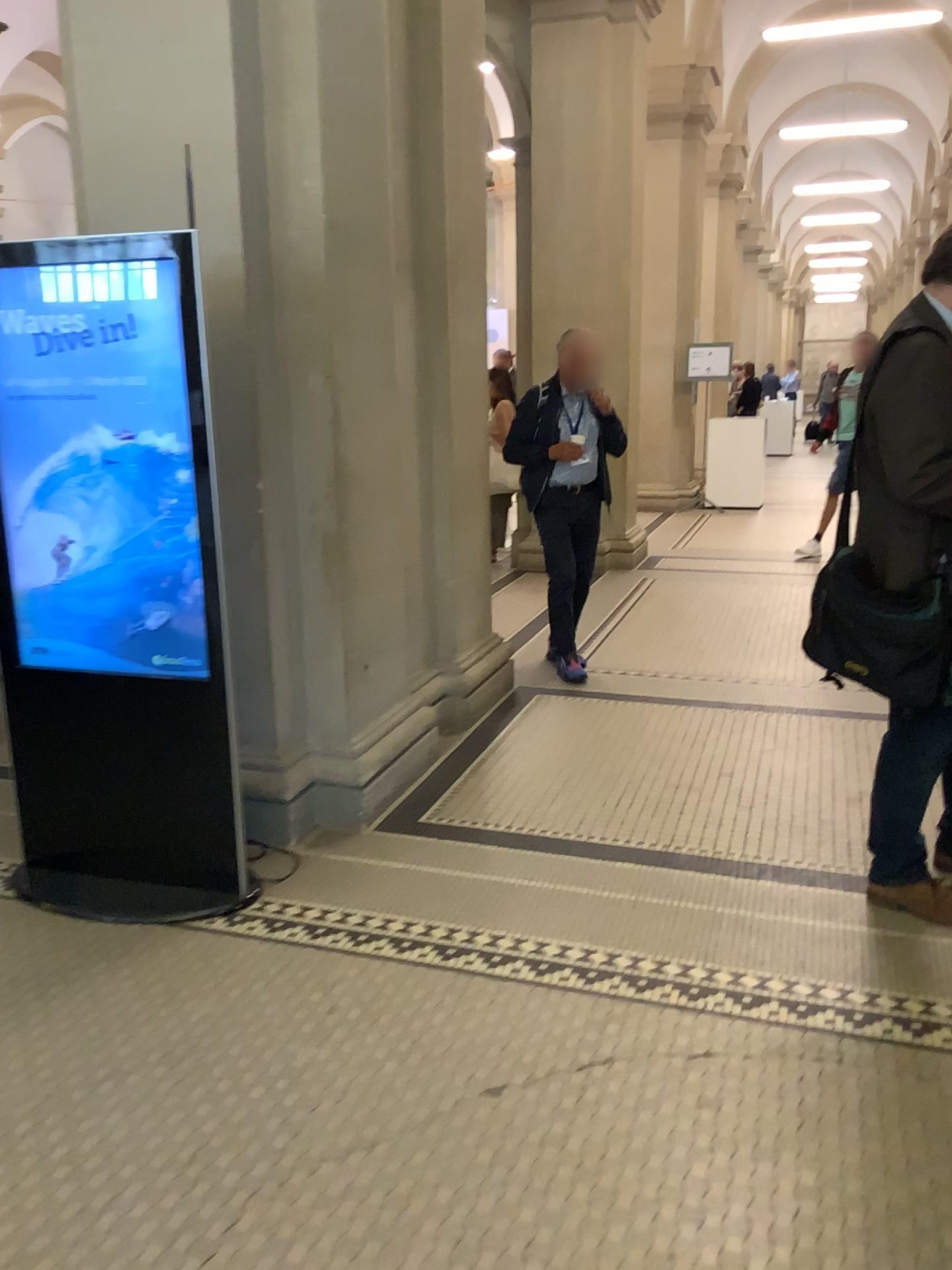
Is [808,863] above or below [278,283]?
below

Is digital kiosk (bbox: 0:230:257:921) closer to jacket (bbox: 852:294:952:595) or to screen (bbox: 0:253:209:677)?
screen (bbox: 0:253:209:677)

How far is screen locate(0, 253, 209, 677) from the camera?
2.76m

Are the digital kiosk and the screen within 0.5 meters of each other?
yes

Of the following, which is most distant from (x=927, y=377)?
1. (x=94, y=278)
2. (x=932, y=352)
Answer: (x=94, y=278)

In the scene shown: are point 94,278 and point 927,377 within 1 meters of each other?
no

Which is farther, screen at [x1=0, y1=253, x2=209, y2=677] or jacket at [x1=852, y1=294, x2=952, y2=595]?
screen at [x1=0, y1=253, x2=209, y2=677]

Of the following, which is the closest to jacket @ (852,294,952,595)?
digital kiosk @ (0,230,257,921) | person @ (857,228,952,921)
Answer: person @ (857,228,952,921)

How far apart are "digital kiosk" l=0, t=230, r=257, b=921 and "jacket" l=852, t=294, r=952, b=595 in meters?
1.7

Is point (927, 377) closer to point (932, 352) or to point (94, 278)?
point (932, 352)
